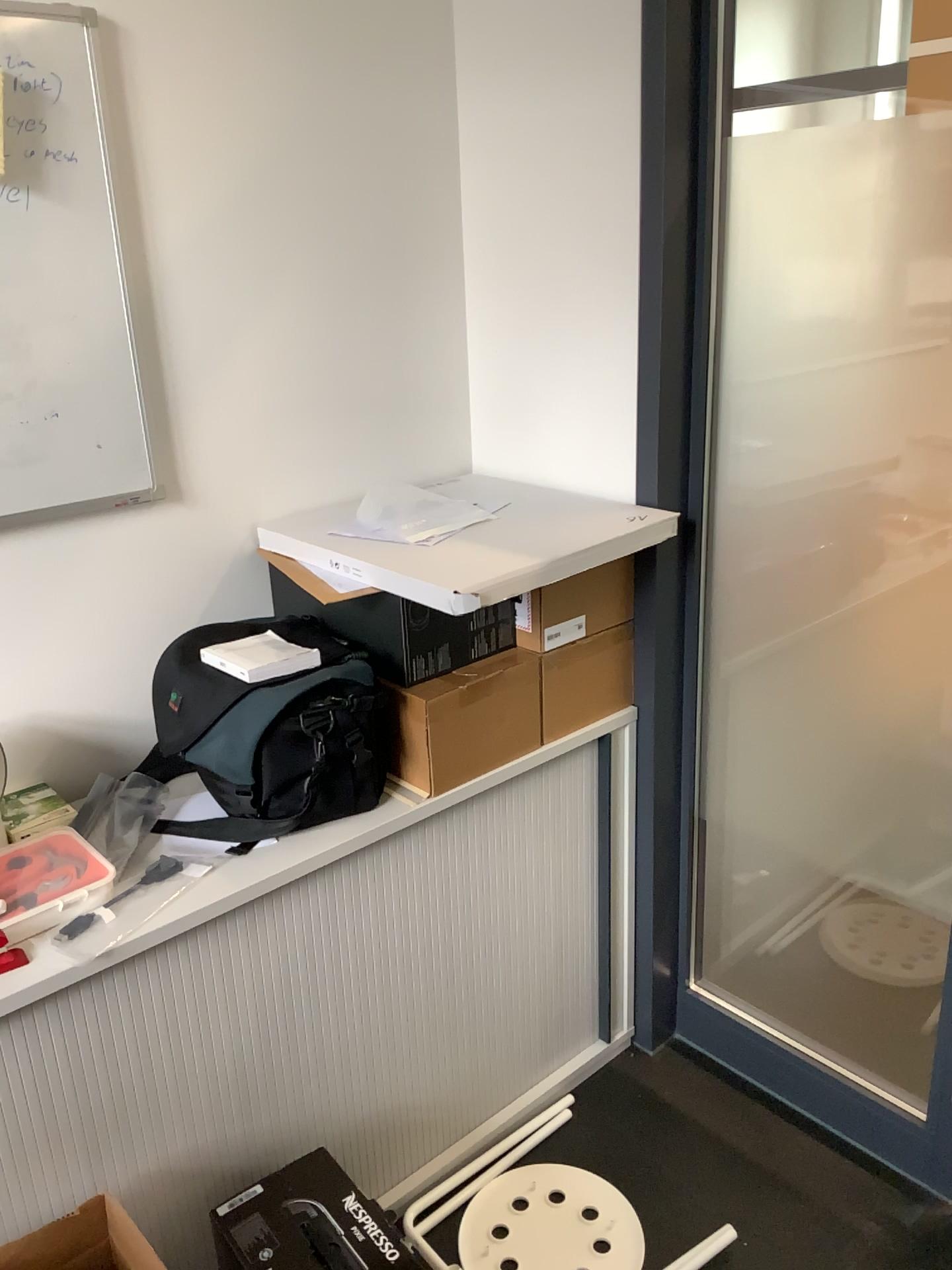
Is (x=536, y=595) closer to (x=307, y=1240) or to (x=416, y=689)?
(x=416, y=689)

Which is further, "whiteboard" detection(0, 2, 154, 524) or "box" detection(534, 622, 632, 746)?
"box" detection(534, 622, 632, 746)

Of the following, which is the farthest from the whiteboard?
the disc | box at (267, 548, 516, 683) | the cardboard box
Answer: the disc

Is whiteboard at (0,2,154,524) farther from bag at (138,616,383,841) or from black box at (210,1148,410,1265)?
black box at (210,1148,410,1265)

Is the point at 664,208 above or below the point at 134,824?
above

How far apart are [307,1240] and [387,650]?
0.8 meters

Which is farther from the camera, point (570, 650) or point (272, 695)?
point (570, 650)

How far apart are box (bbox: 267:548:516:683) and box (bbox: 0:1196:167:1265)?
0.8 meters

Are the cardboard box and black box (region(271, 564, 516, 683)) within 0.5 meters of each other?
yes

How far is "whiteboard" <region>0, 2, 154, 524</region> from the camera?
1.4 meters
